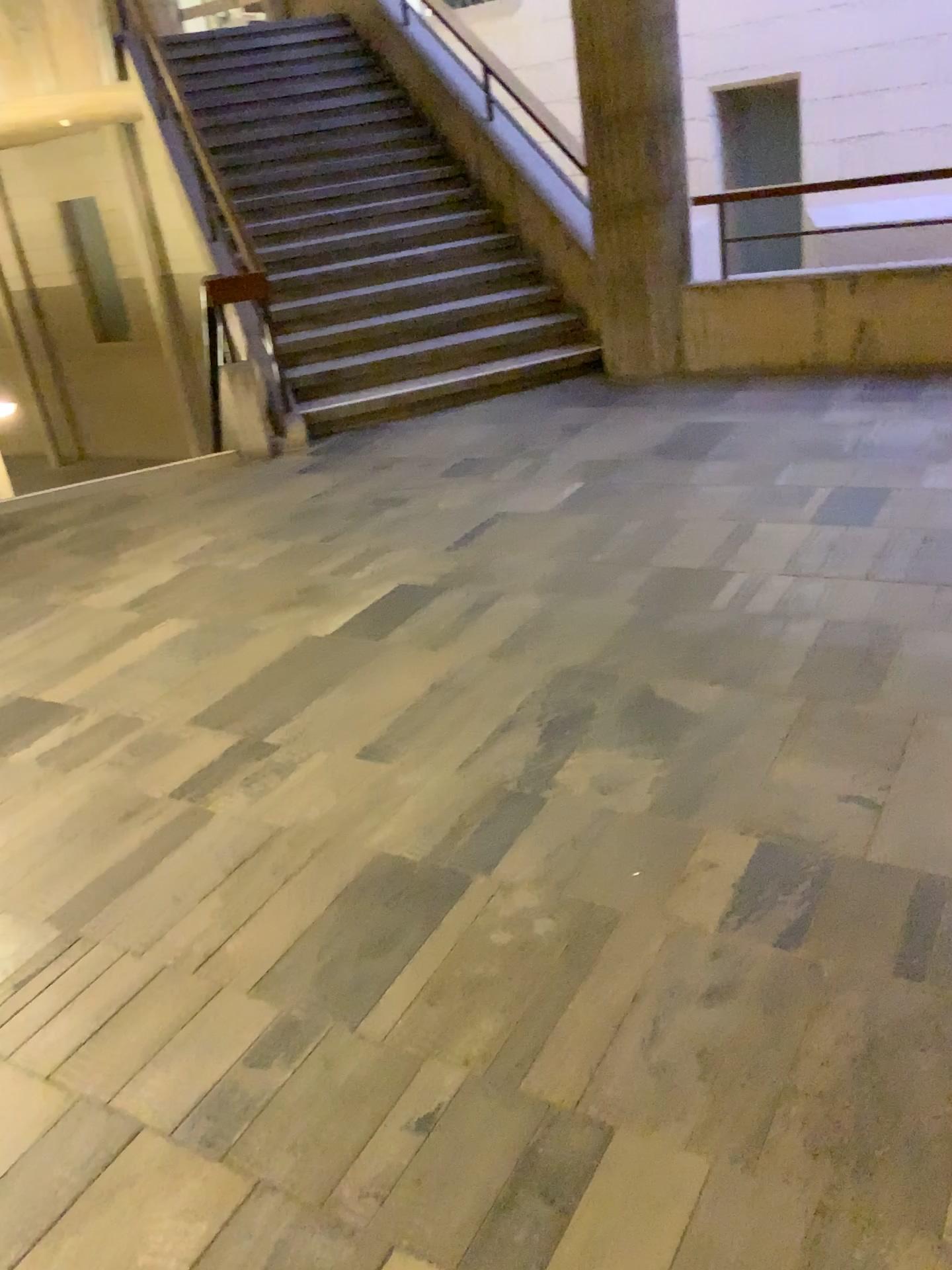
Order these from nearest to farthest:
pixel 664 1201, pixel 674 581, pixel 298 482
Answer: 1. pixel 664 1201
2. pixel 674 581
3. pixel 298 482
